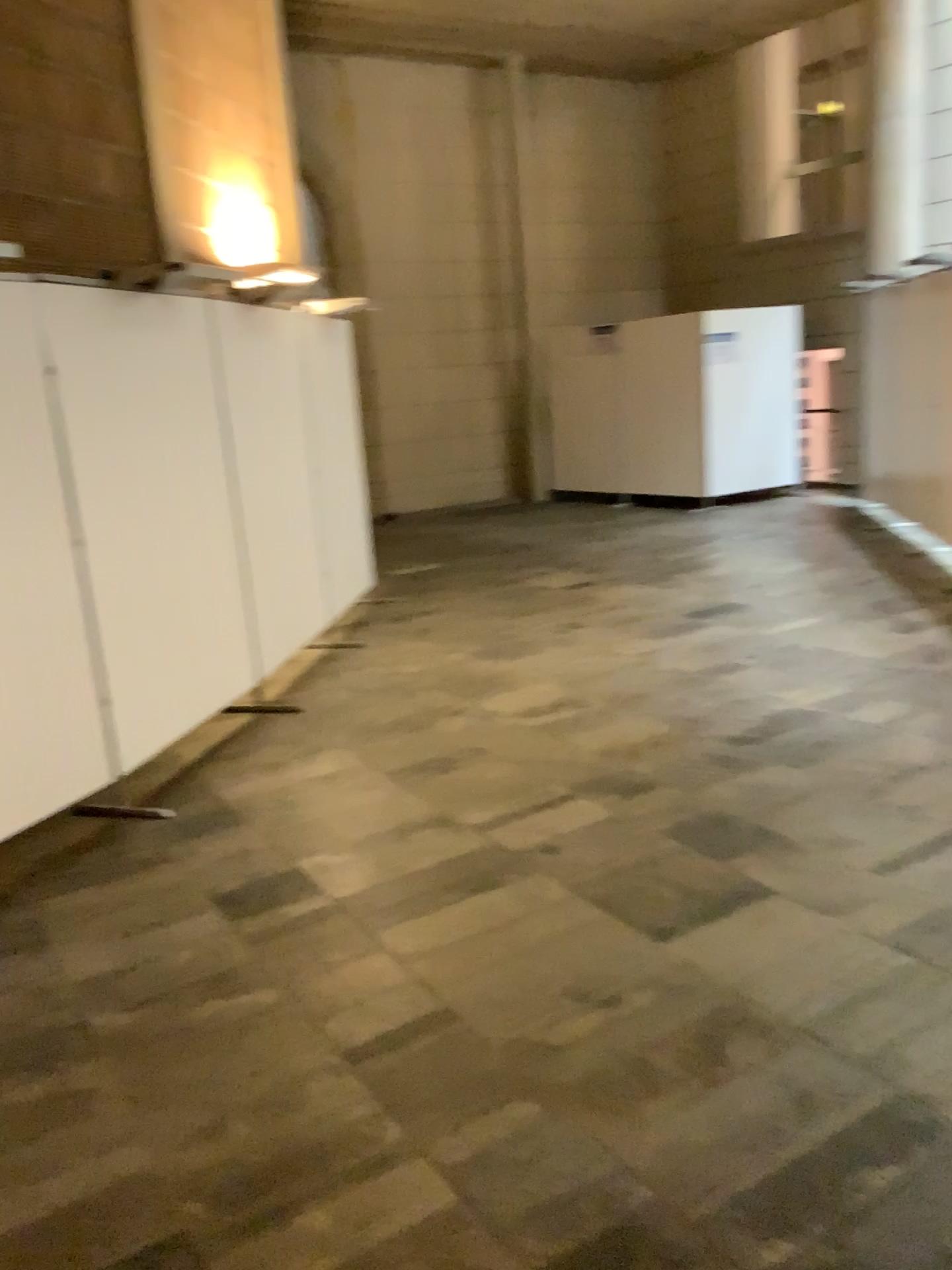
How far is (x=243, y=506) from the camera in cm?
499

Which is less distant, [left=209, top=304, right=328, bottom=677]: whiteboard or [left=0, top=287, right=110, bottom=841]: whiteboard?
[left=0, top=287, right=110, bottom=841]: whiteboard

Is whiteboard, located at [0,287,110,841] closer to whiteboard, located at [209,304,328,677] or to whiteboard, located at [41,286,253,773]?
whiteboard, located at [41,286,253,773]

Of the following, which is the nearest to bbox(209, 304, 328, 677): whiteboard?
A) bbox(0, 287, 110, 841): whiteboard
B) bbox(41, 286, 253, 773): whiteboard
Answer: bbox(41, 286, 253, 773): whiteboard

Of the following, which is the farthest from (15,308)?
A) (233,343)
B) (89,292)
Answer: (233,343)

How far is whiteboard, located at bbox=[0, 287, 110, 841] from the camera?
3.5m

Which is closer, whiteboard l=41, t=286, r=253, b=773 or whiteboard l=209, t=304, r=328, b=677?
whiteboard l=41, t=286, r=253, b=773

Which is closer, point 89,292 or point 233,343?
point 89,292

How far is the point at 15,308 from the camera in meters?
3.5 m
